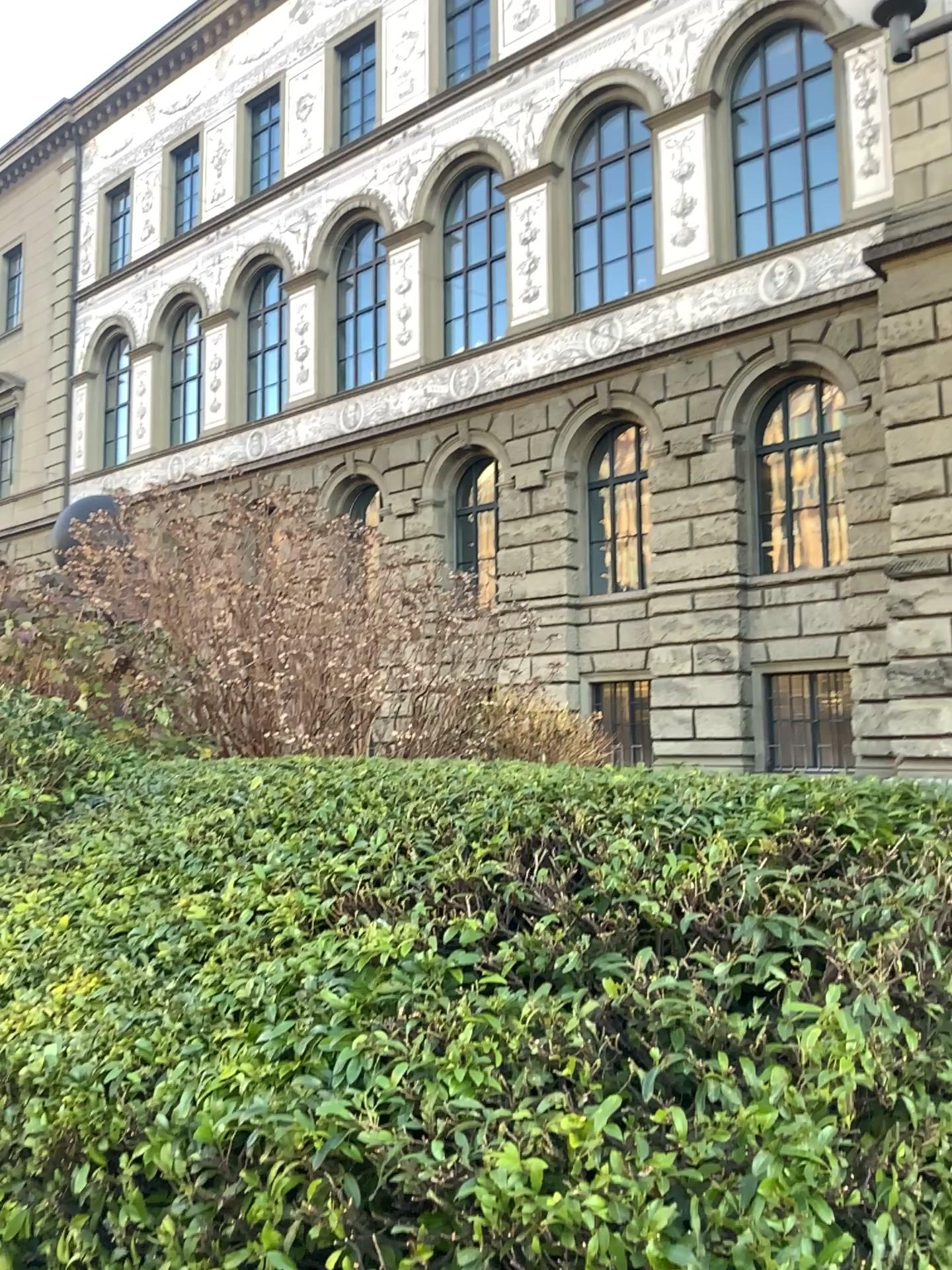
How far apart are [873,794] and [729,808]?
0.4 meters
